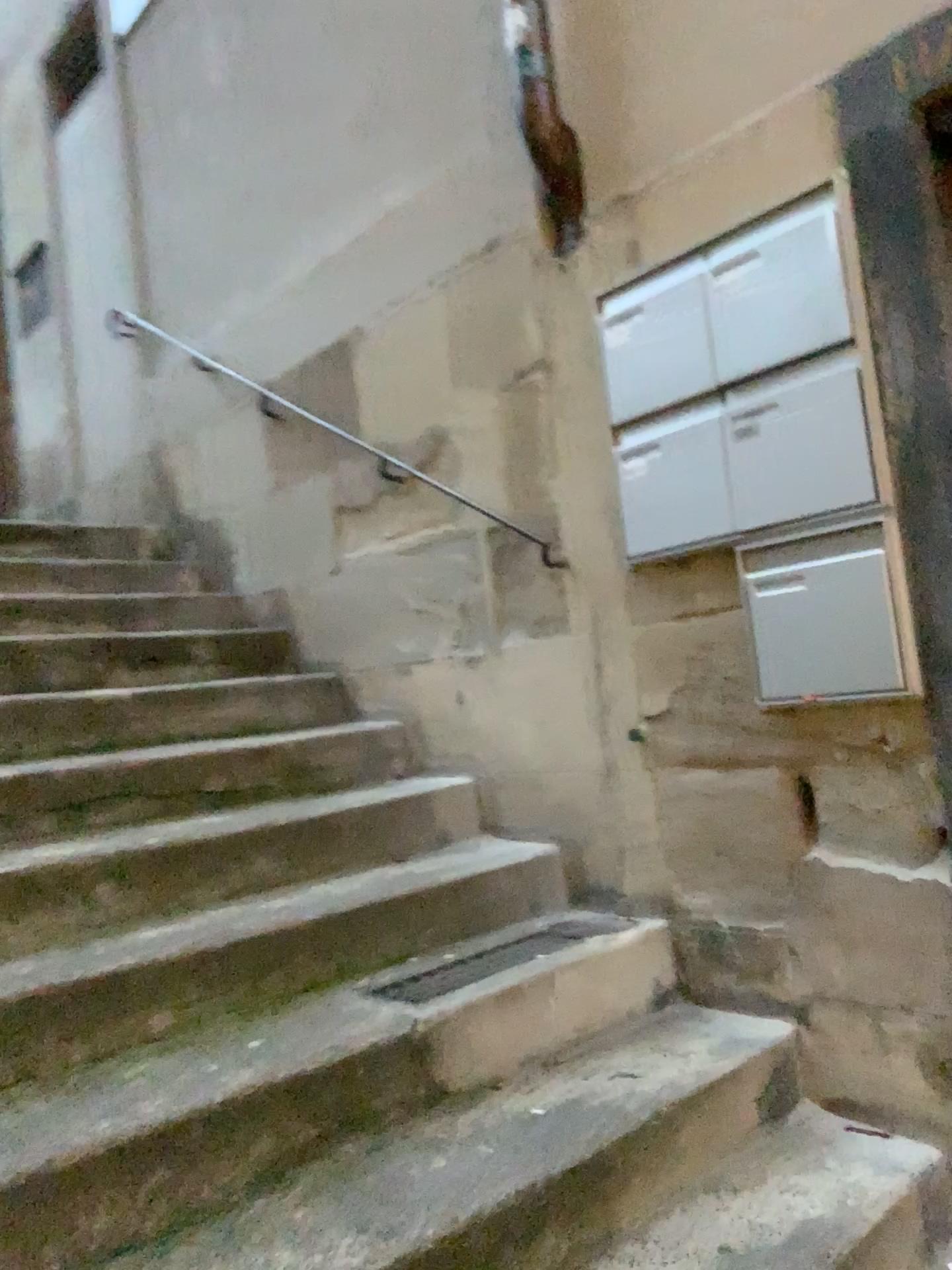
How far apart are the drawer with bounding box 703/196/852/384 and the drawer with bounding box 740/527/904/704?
0.4 meters

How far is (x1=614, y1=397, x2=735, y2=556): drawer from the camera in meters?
2.2

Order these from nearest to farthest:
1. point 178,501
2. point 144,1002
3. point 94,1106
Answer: point 94,1106 < point 144,1002 < point 178,501

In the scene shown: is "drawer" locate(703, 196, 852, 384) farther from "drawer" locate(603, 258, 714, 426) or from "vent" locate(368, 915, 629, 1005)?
"vent" locate(368, 915, 629, 1005)

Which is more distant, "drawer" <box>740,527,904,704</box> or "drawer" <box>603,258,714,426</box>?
"drawer" <box>603,258,714,426</box>

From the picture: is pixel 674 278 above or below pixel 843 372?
above

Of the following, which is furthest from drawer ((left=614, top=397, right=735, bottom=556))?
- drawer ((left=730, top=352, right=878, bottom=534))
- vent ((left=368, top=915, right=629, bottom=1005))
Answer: vent ((left=368, top=915, right=629, bottom=1005))

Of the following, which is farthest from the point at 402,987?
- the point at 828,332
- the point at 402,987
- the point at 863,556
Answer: the point at 828,332

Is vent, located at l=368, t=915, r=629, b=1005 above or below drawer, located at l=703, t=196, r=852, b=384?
below

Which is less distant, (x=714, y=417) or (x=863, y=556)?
(x=863, y=556)
